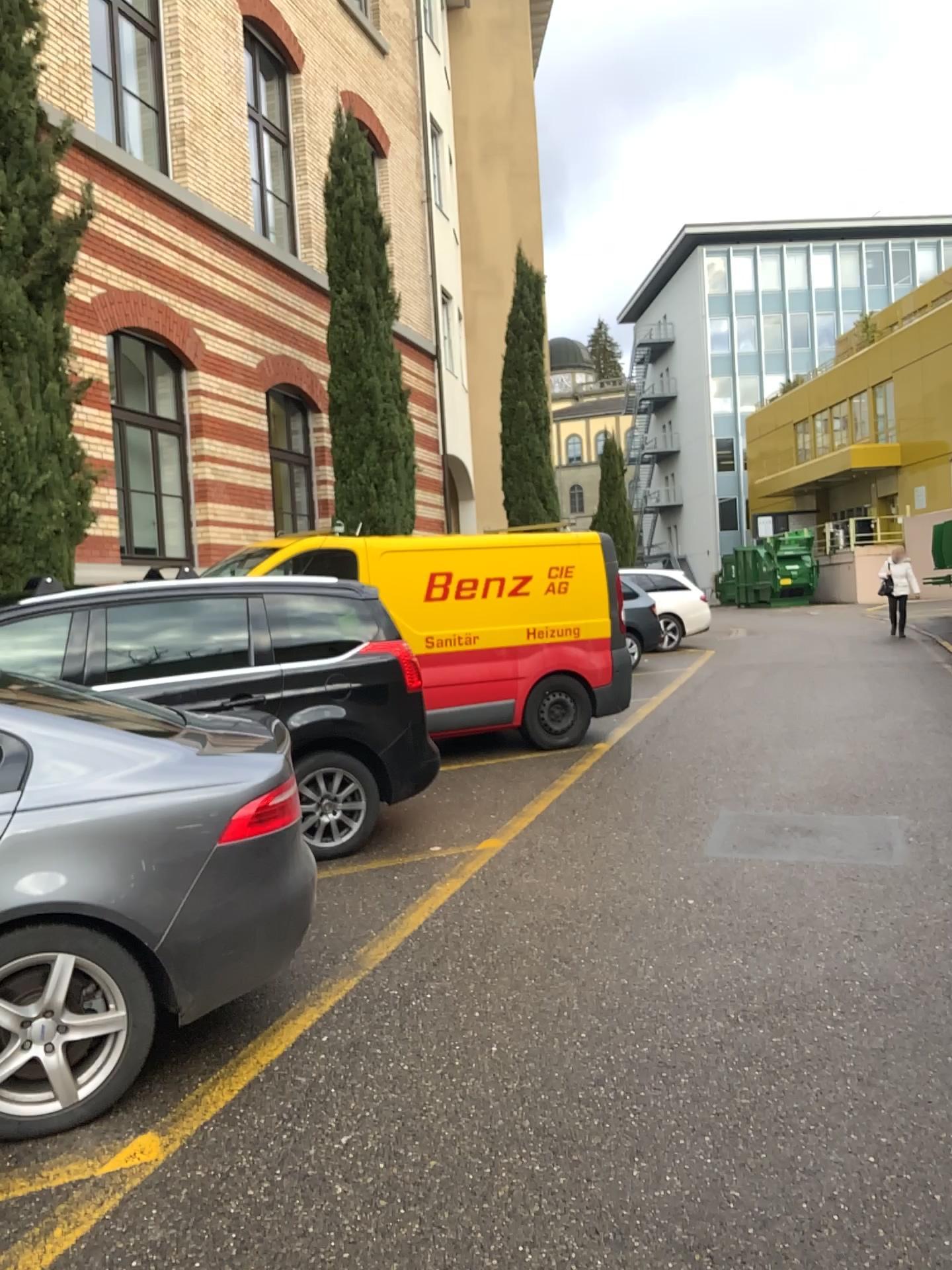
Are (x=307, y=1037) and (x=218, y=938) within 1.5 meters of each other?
yes
